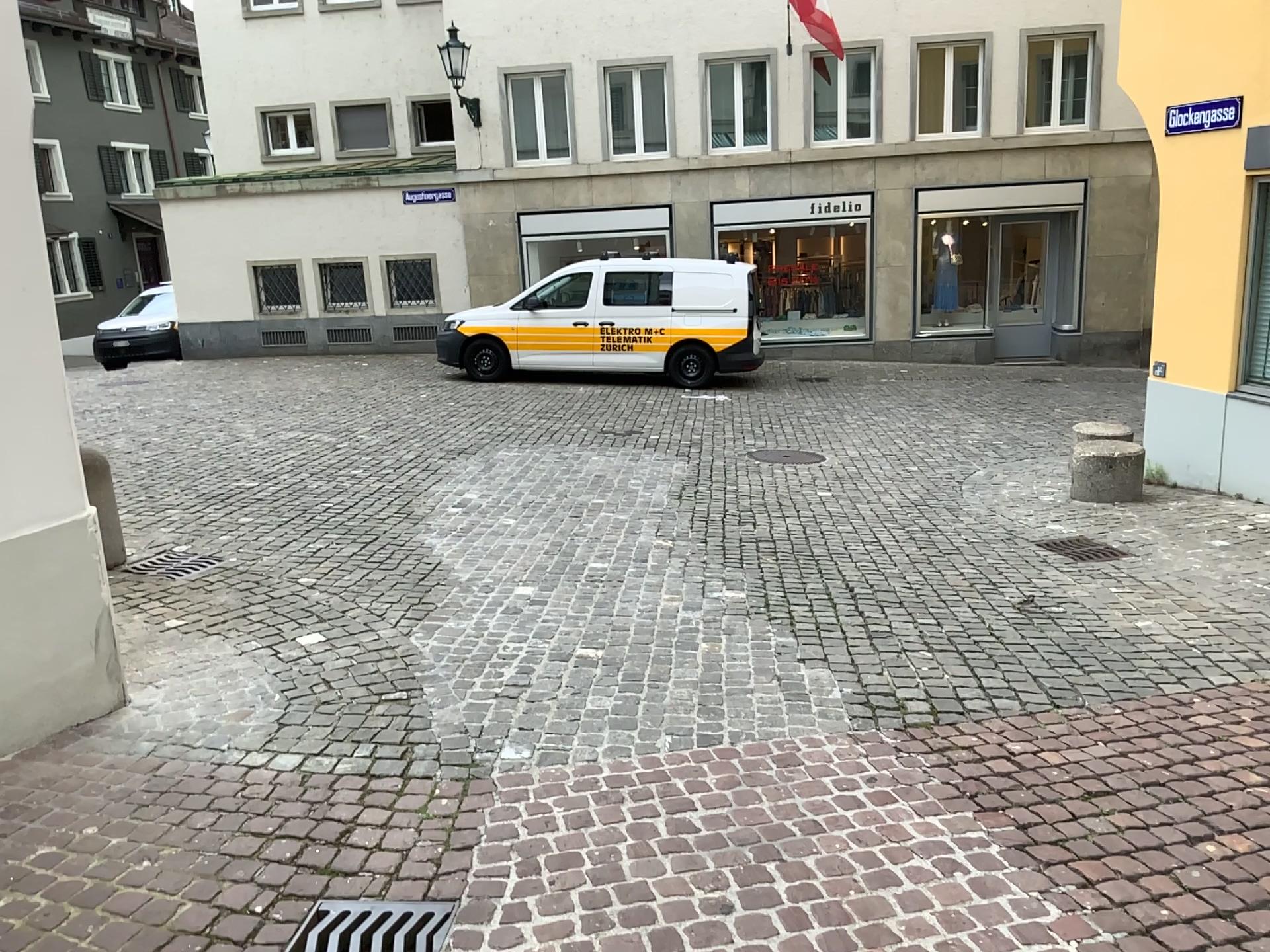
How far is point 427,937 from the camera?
2.6m

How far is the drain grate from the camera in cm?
257

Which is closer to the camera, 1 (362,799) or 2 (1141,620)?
1 (362,799)
